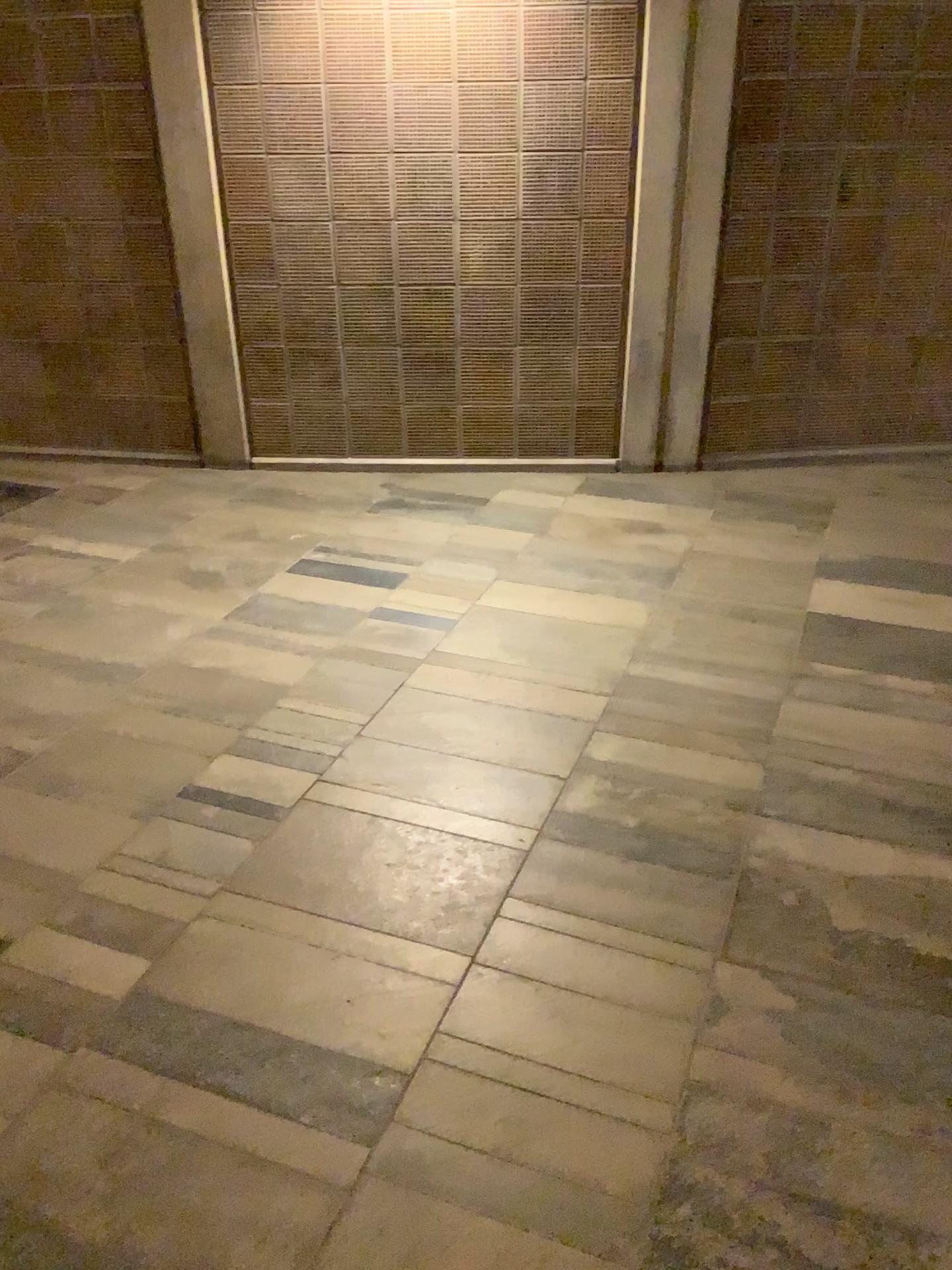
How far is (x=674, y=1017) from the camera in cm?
198
